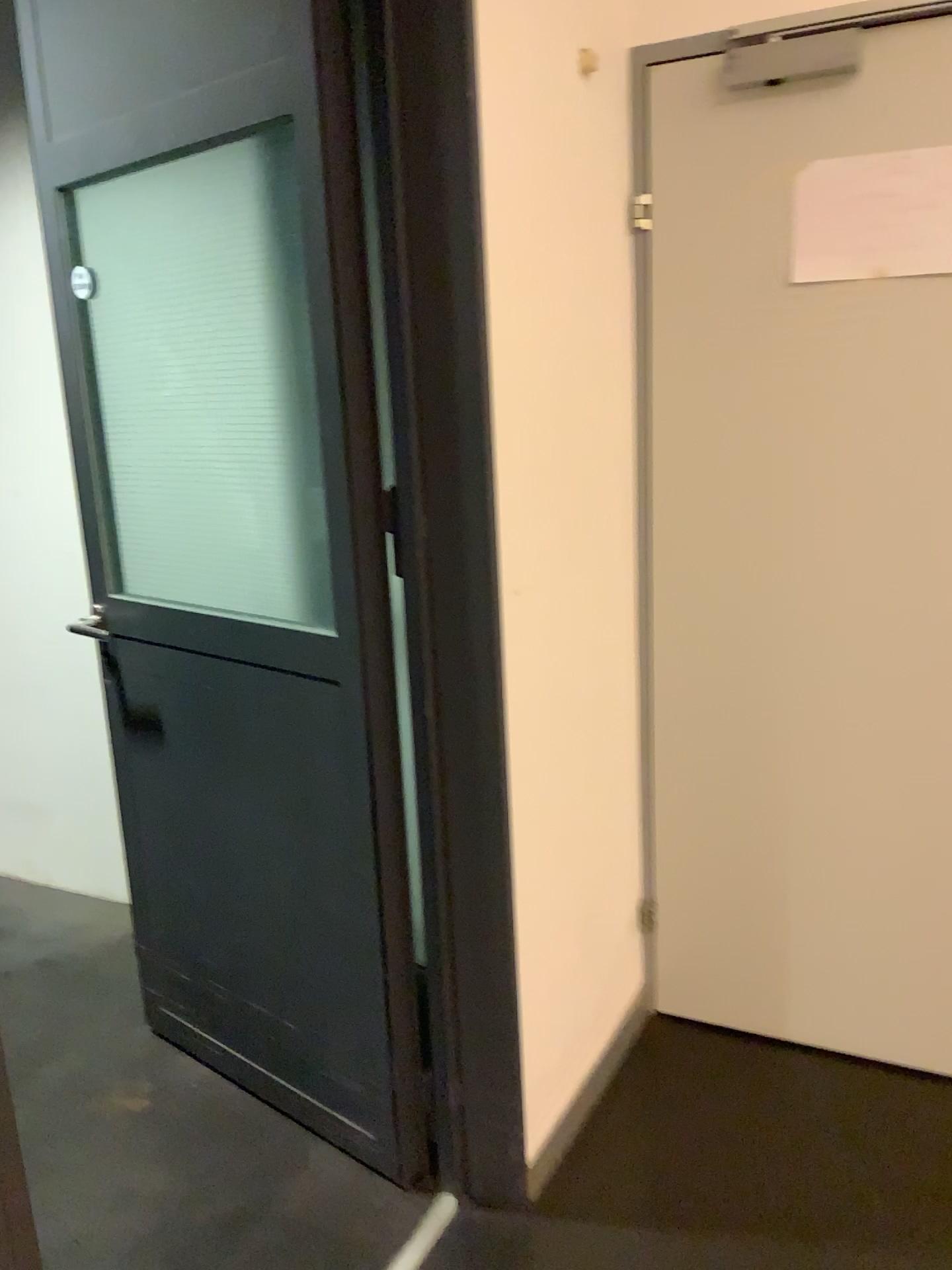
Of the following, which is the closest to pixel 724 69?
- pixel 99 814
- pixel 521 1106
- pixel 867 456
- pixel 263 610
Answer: pixel 867 456

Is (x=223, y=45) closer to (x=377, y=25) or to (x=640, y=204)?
(x=377, y=25)

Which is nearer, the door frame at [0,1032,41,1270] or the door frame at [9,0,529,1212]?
the door frame at [0,1032,41,1270]

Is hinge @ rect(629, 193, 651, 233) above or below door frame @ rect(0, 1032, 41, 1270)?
above

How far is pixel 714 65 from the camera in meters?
1.9

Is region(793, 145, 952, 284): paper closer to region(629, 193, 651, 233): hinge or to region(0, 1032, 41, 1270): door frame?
region(629, 193, 651, 233): hinge

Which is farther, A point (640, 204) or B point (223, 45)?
A point (640, 204)

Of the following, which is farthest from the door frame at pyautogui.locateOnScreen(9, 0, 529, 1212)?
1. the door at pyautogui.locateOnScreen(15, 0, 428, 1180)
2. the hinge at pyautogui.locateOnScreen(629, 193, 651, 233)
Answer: the hinge at pyautogui.locateOnScreen(629, 193, 651, 233)

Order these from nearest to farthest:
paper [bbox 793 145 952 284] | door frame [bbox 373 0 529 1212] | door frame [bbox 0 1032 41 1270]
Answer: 1. door frame [bbox 0 1032 41 1270]
2. door frame [bbox 373 0 529 1212]
3. paper [bbox 793 145 952 284]

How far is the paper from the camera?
1.8m
